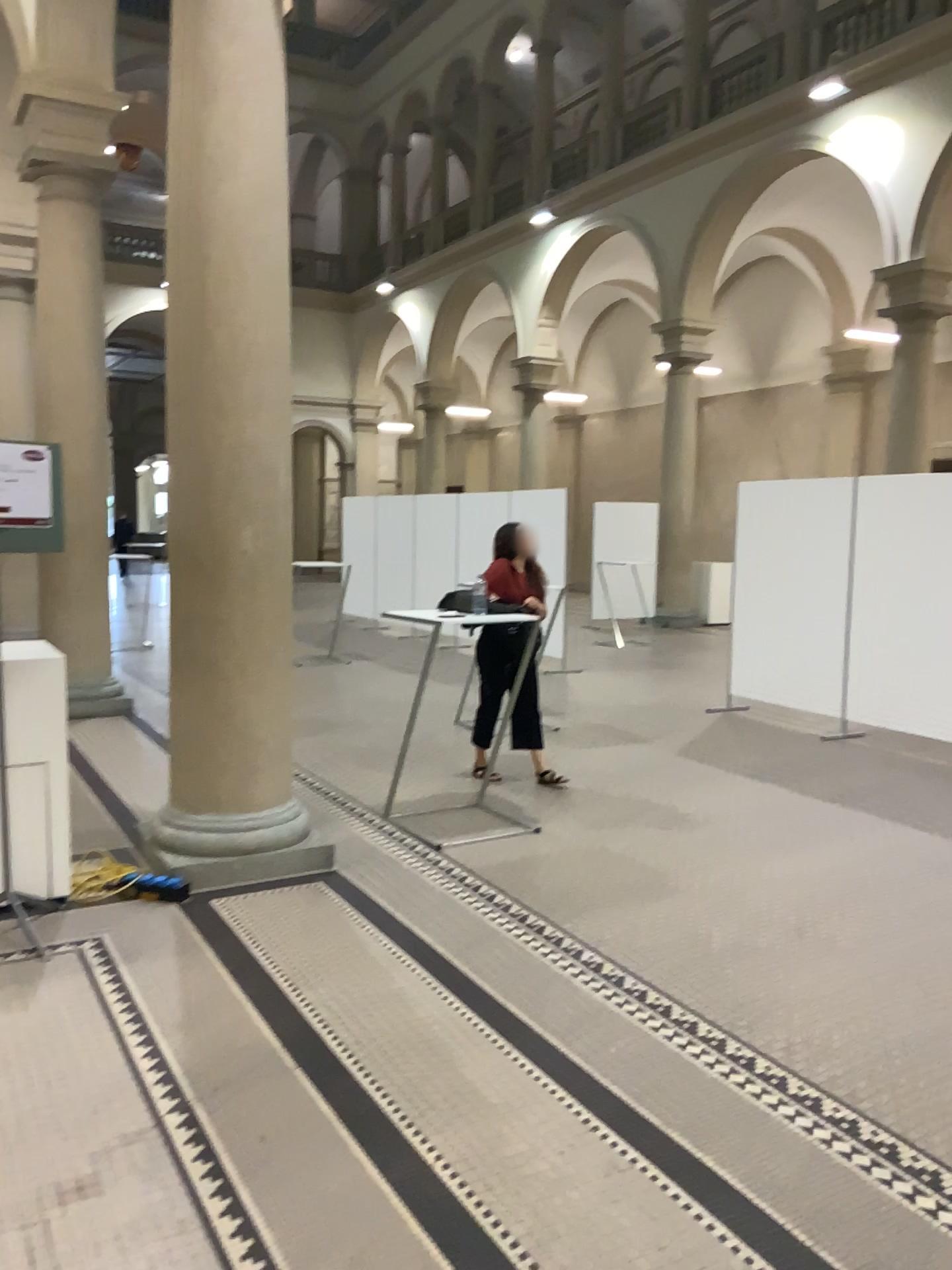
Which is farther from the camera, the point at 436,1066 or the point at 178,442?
the point at 178,442

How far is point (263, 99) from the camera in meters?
4.3

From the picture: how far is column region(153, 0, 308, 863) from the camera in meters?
4.3
